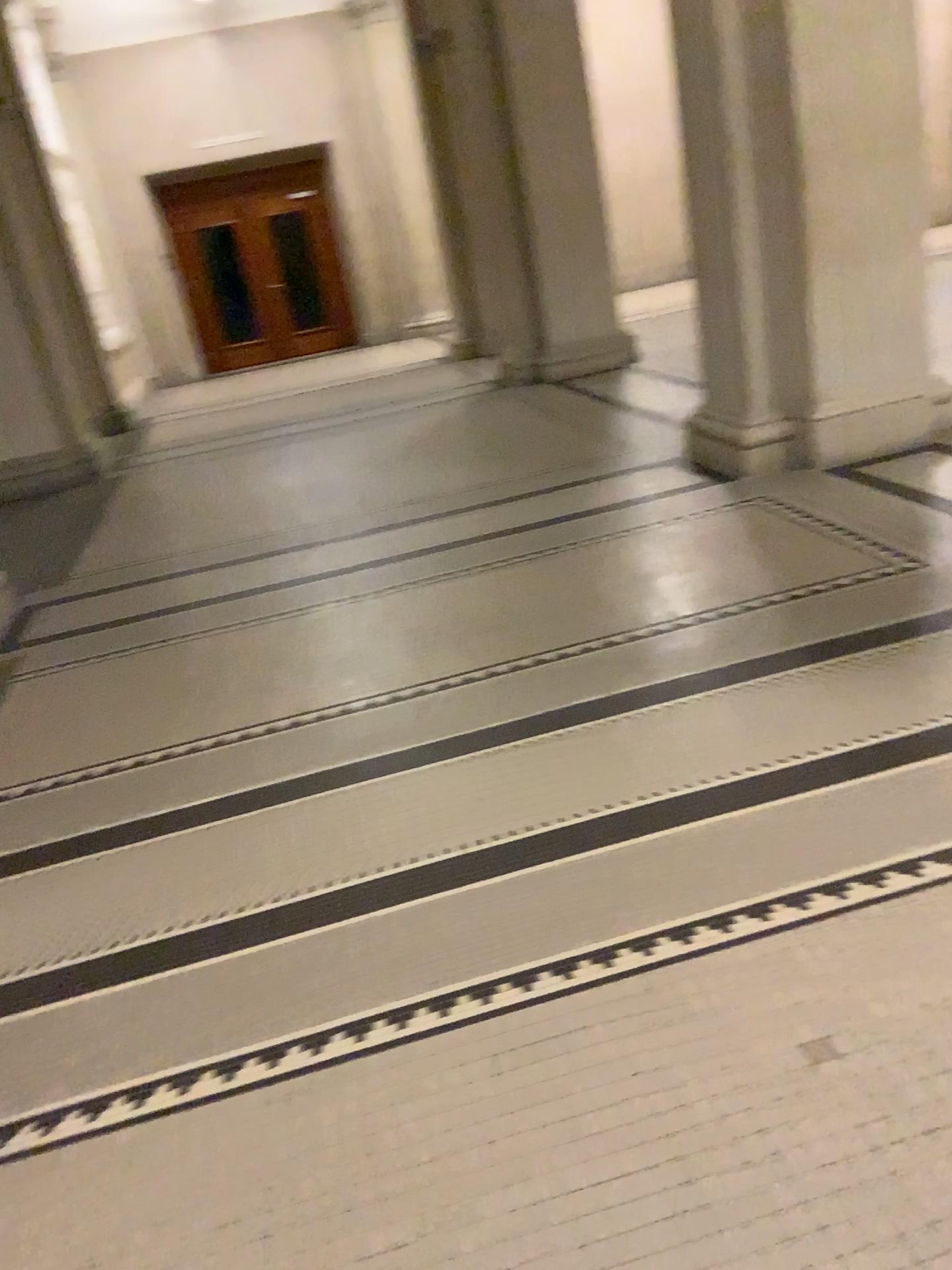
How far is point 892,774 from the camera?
2.4m

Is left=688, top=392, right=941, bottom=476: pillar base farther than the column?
Yes

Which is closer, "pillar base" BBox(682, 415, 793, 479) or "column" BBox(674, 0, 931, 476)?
"column" BBox(674, 0, 931, 476)

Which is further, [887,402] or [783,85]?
[887,402]

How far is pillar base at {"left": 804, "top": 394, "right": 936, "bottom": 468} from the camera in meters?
4.8 m

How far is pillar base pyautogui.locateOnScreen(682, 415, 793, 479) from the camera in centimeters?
495cm

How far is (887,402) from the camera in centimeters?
483cm

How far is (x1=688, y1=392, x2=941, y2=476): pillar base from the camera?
4.8m

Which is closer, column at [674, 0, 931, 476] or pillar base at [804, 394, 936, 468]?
column at [674, 0, 931, 476]

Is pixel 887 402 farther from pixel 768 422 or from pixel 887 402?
pixel 768 422
